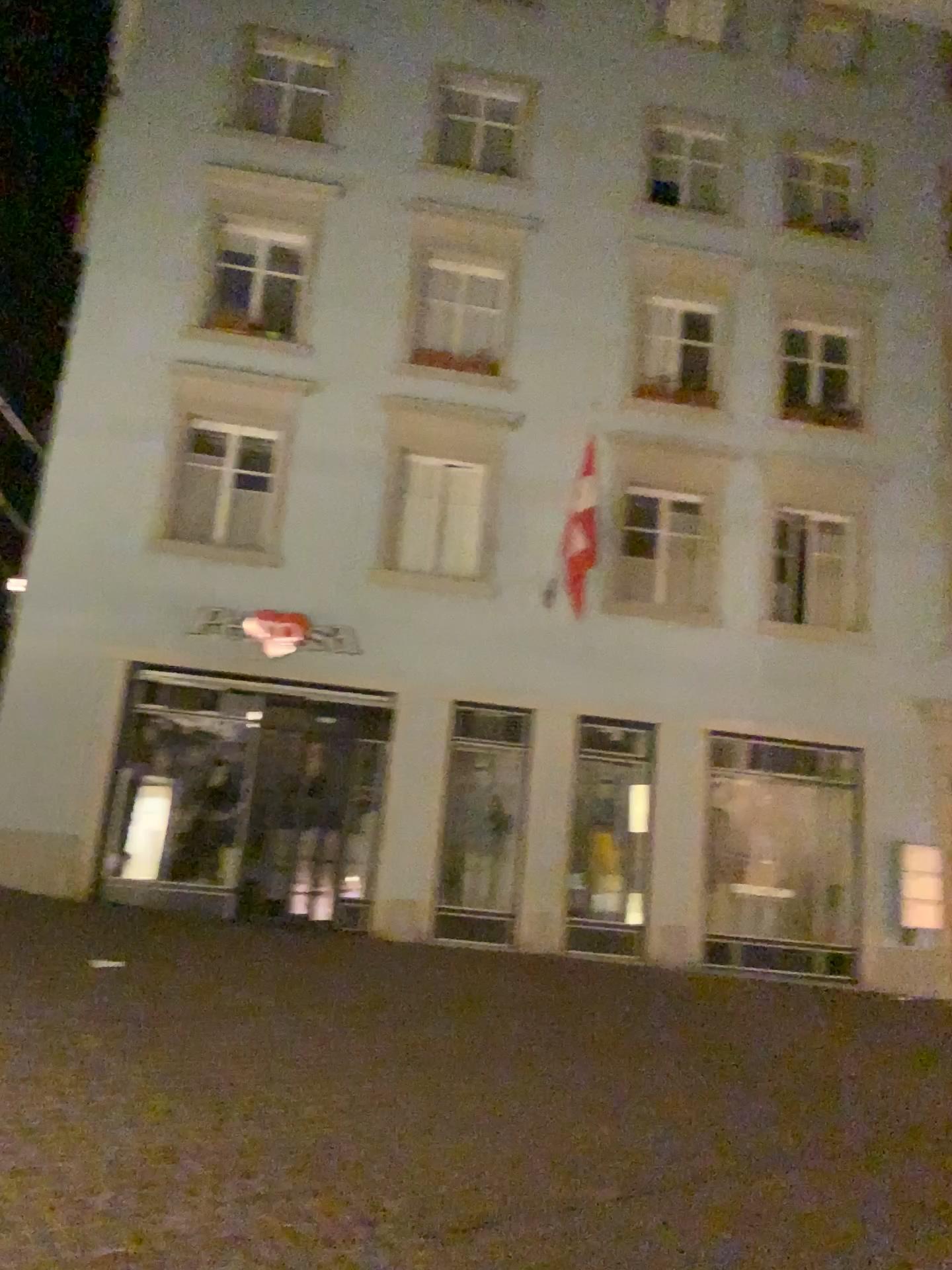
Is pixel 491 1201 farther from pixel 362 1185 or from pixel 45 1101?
pixel 45 1101
